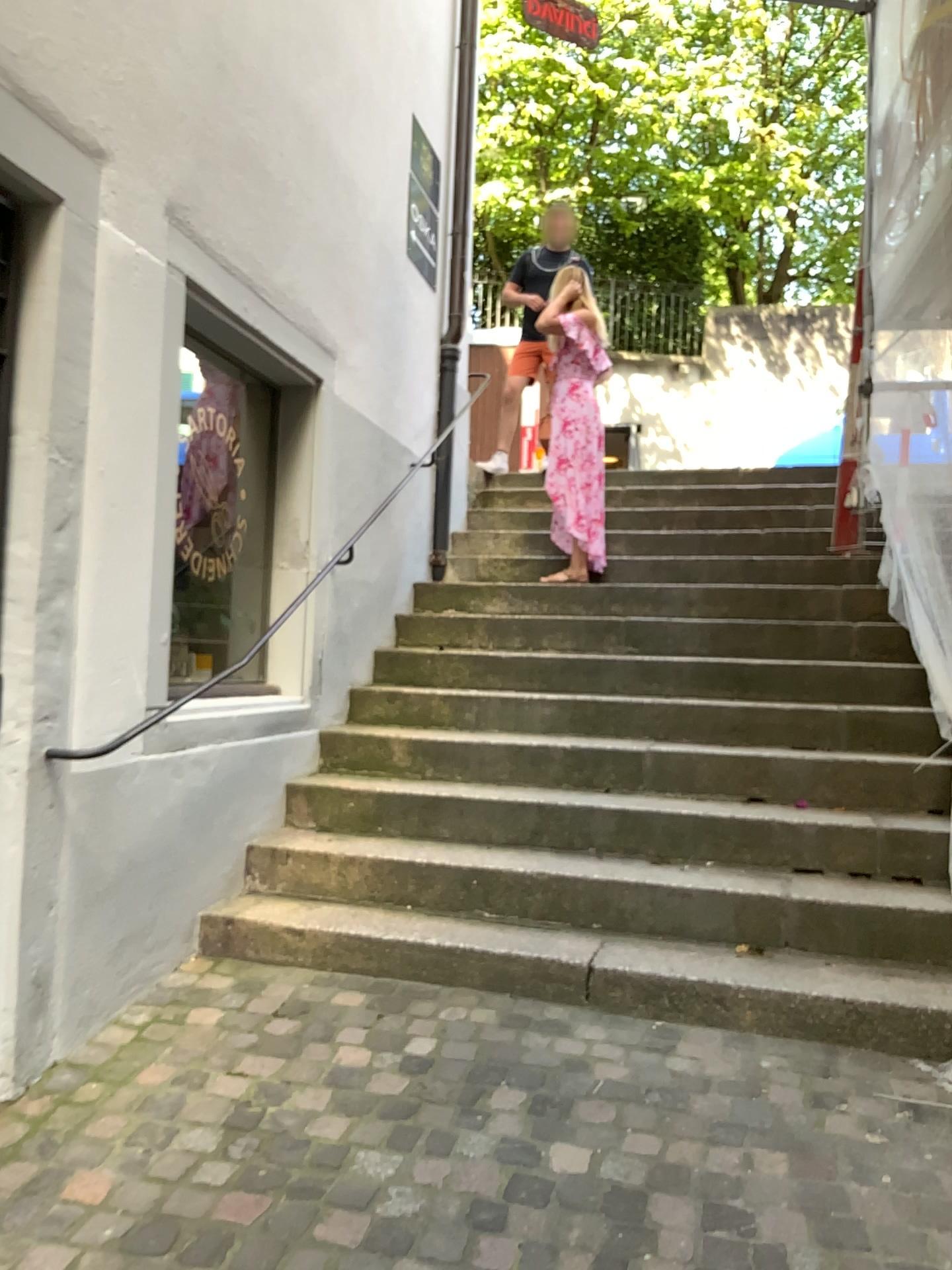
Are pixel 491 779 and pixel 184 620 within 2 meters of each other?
yes

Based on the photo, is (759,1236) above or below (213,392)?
below

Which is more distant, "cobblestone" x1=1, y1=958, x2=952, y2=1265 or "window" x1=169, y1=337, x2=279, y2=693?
"window" x1=169, y1=337, x2=279, y2=693

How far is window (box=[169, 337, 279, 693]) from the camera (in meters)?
3.98

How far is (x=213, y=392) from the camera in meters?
4.0

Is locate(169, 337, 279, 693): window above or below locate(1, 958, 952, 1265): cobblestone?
above

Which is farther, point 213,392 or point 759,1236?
point 213,392
